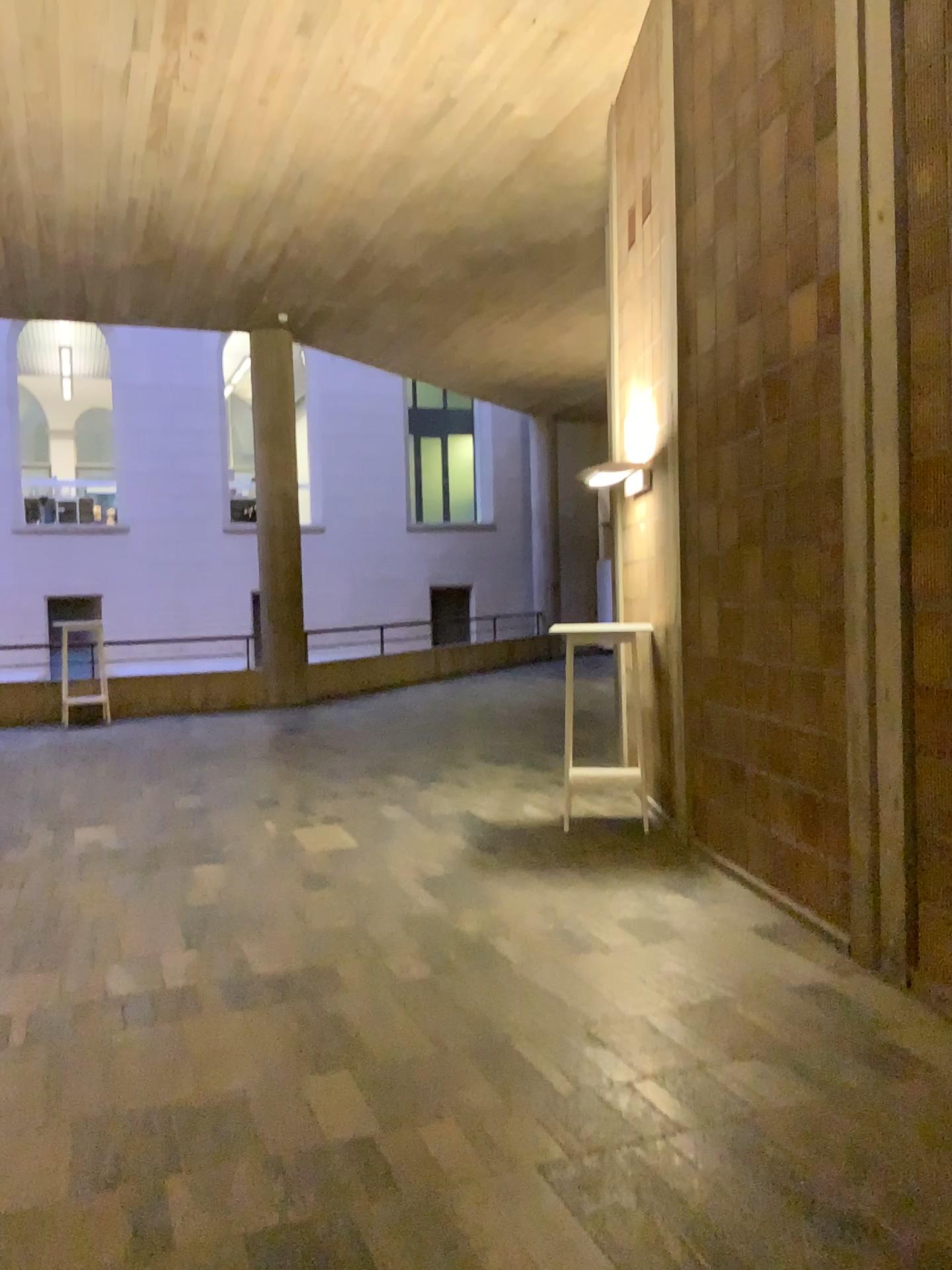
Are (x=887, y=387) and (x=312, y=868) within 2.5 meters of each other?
no
